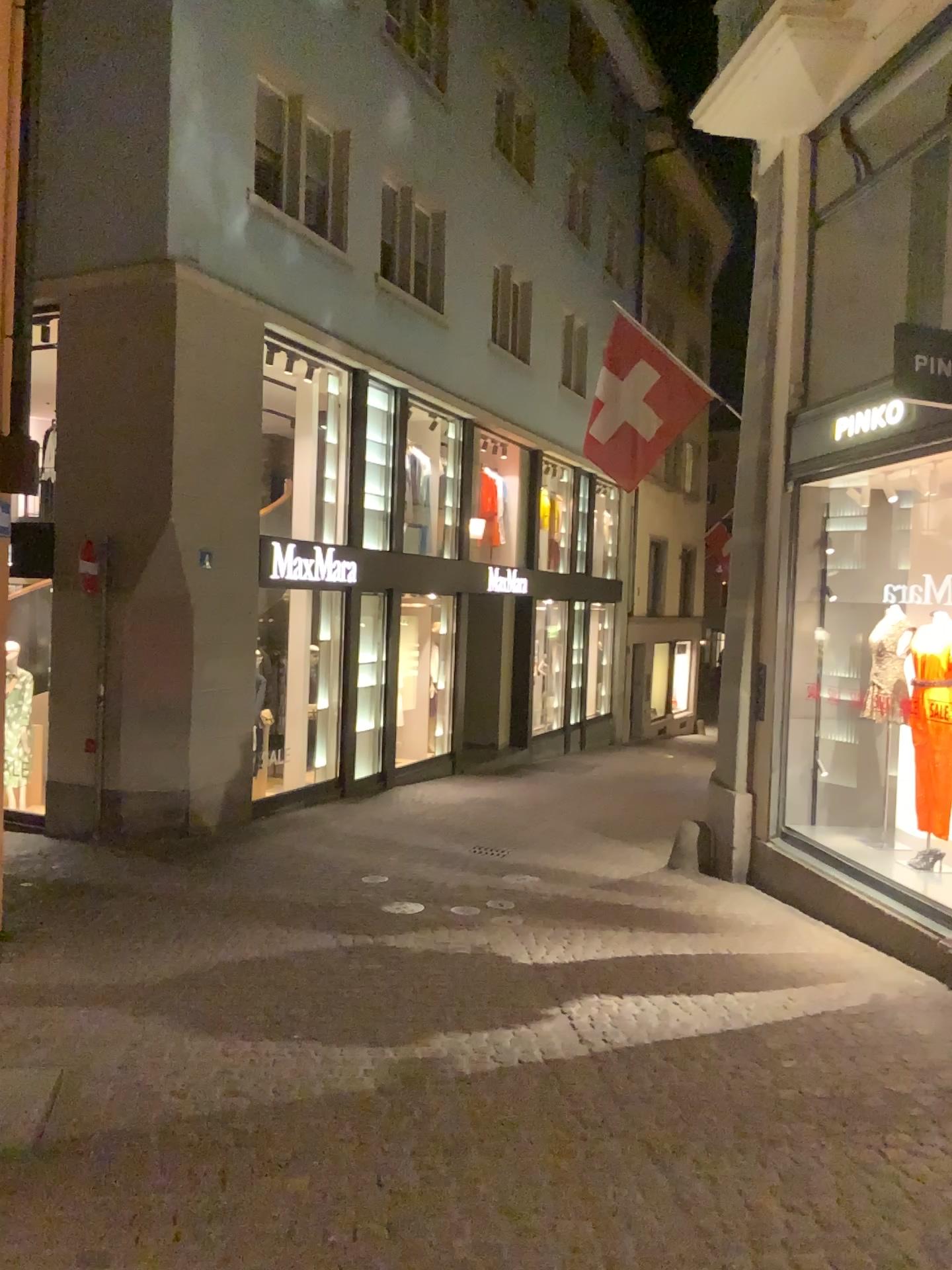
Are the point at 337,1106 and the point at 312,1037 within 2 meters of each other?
yes
